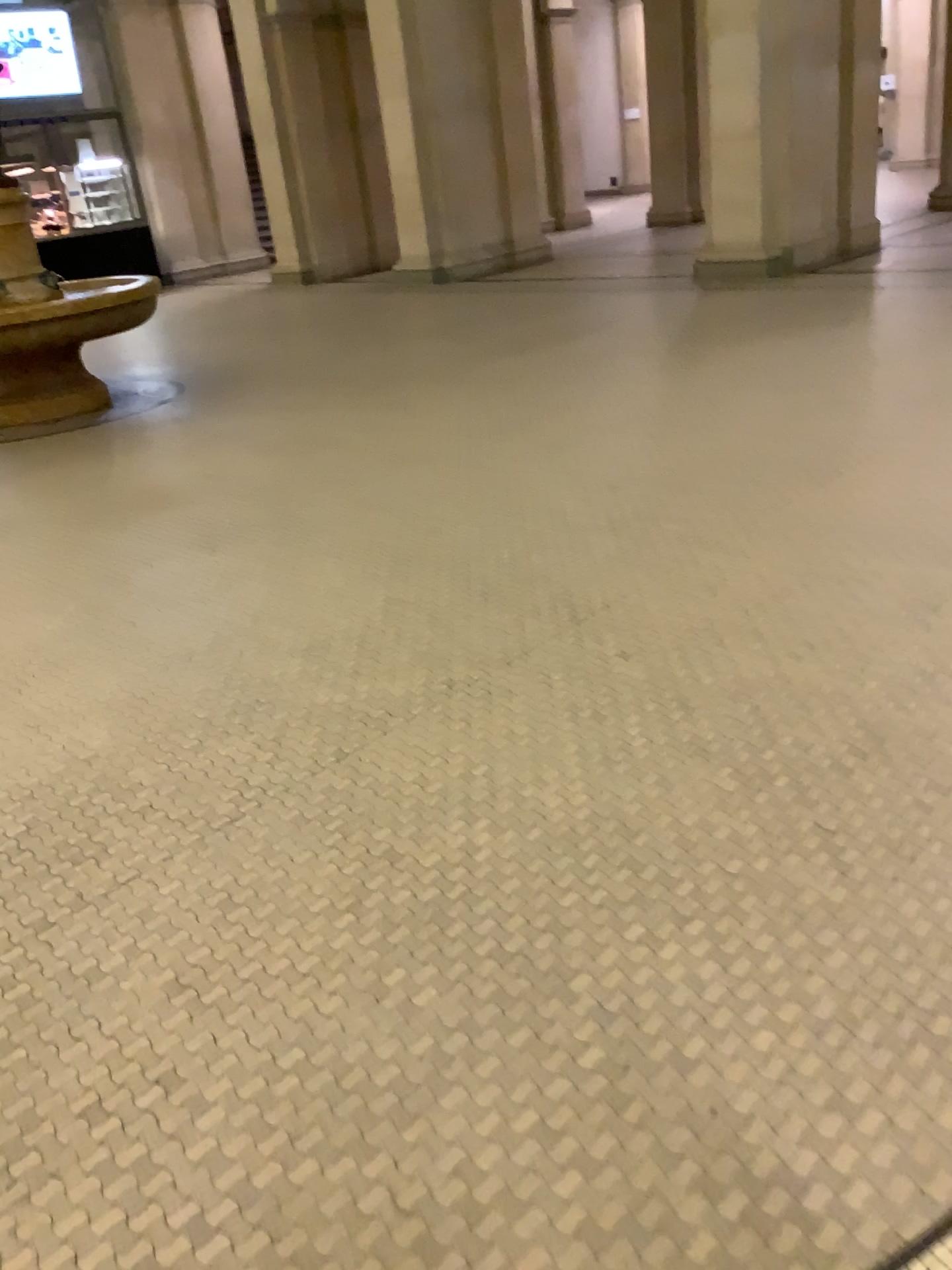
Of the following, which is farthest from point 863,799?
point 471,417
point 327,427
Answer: point 327,427
